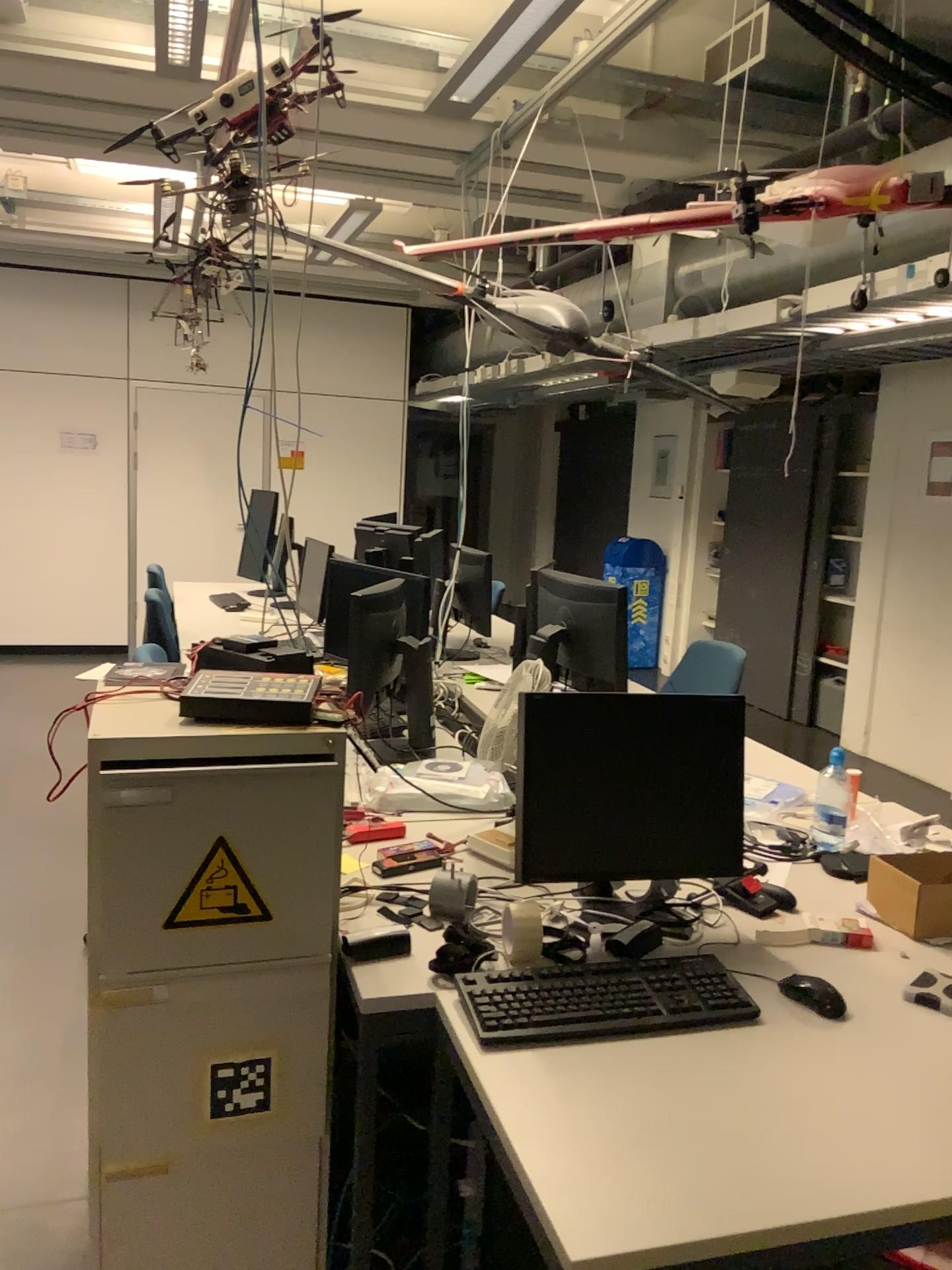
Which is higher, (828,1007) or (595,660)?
(595,660)

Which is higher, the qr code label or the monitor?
the monitor

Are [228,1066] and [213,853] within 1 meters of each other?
yes

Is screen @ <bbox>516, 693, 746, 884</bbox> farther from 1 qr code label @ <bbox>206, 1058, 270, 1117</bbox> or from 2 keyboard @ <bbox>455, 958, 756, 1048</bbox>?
1 qr code label @ <bbox>206, 1058, 270, 1117</bbox>

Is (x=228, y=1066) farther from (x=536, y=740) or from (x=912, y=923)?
(x=912, y=923)

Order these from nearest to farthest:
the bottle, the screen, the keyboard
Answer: the keyboard
the screen
the bottle

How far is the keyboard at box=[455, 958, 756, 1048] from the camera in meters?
1.6

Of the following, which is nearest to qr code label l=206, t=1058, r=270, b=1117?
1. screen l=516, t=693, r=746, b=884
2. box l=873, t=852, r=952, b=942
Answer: screen l=516, t=693, r=746, b=884

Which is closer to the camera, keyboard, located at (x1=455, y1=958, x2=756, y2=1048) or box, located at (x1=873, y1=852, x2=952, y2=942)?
keyboard, located at (x1=455, y1=958, x2=756, y2=1048)

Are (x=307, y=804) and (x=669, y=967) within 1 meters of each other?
yes
